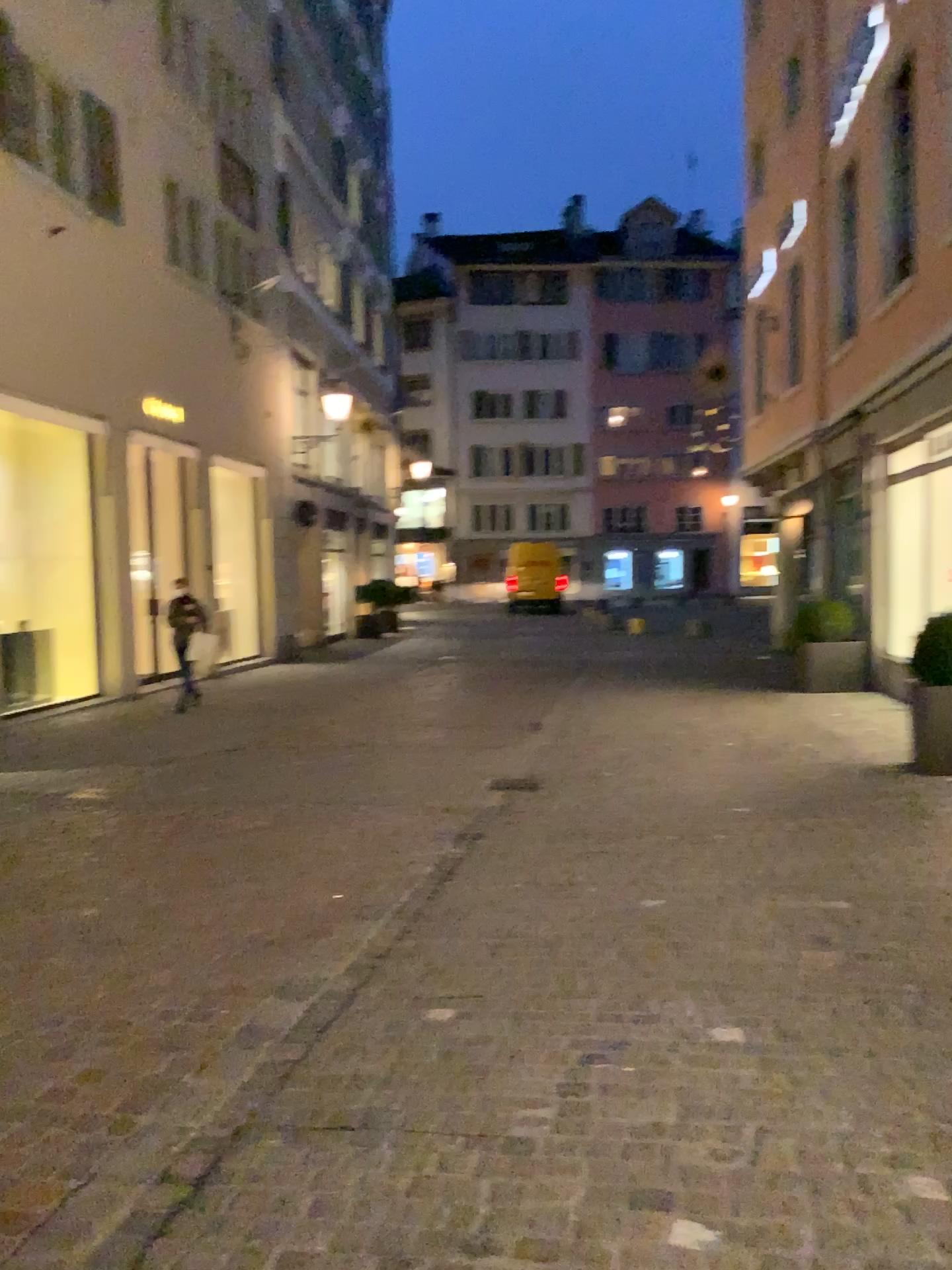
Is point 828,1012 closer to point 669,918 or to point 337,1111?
point 669,918
